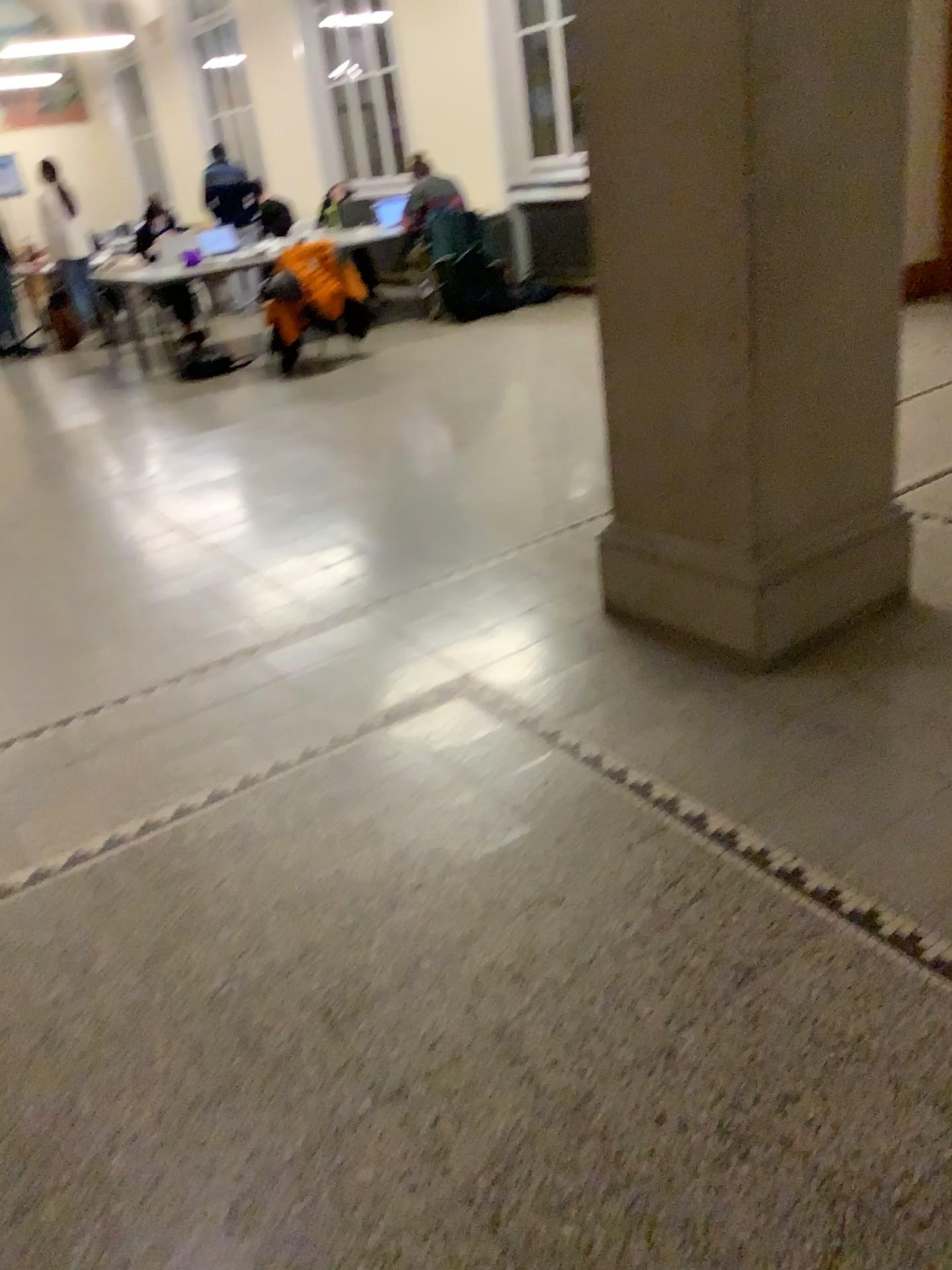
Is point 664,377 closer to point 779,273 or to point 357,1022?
point 779,273
